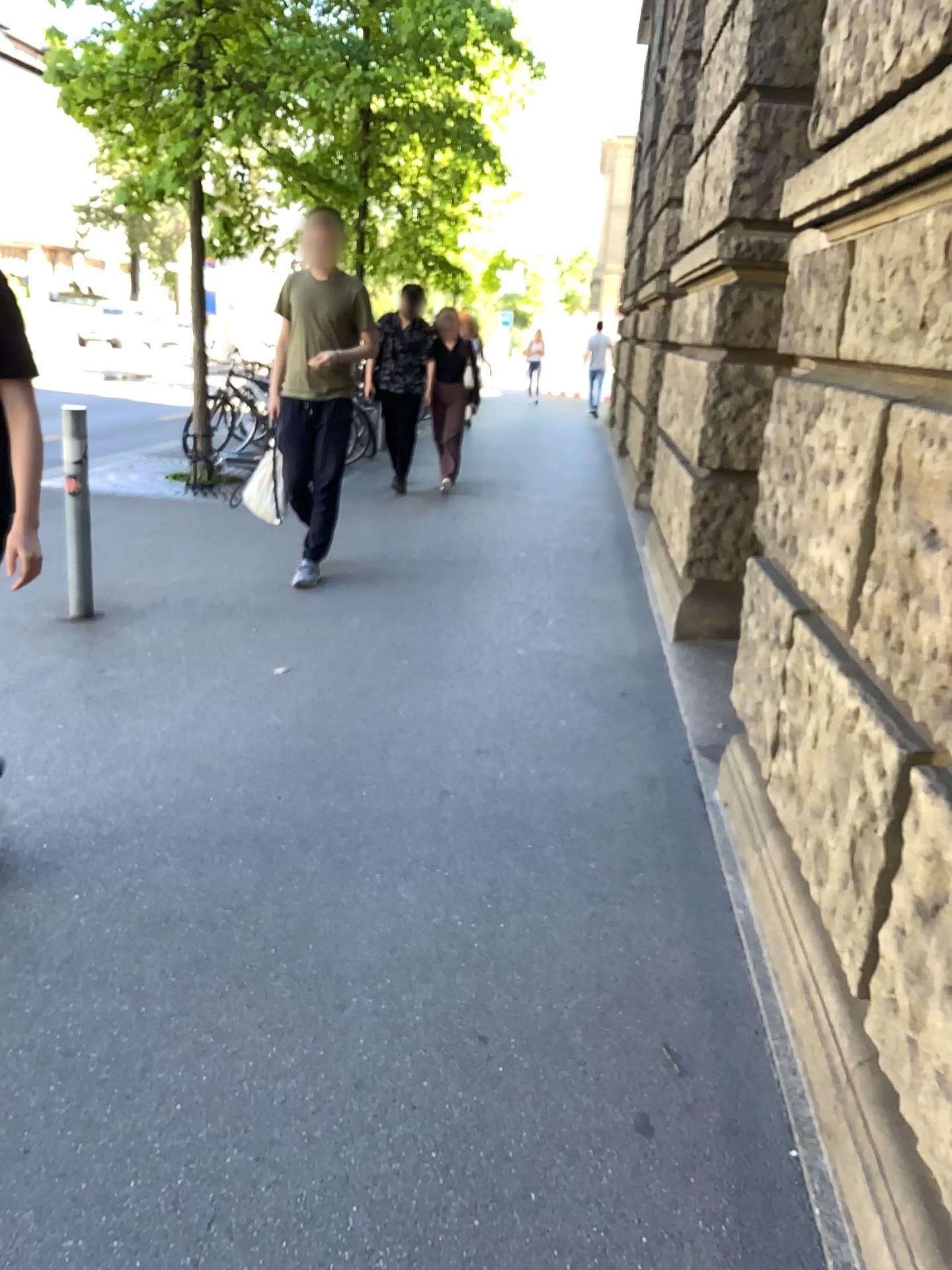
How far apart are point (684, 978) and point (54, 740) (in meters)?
2.18
